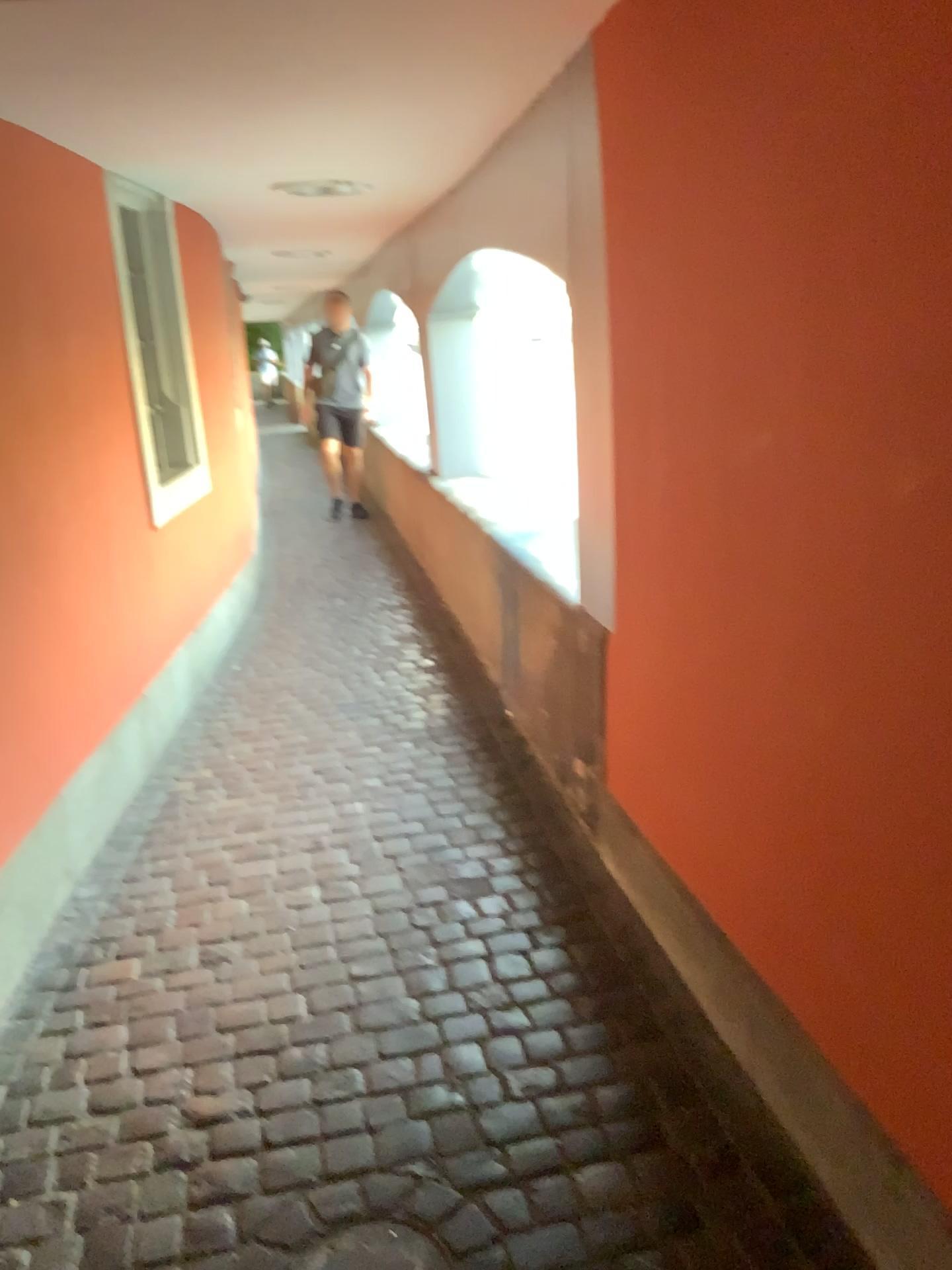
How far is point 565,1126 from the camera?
1.9m

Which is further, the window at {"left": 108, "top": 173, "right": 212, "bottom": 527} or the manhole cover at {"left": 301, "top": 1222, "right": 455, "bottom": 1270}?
the window at {"left": 108, "top": 173, "right": 212, "bottom": 527}

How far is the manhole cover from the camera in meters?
1.7

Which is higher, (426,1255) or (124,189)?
(124,189)

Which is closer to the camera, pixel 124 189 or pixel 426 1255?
pixel 426 1255

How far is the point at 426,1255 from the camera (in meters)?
1.66

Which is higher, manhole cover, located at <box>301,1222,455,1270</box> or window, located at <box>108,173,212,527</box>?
window, located at <box>108,173,212,527</box>
